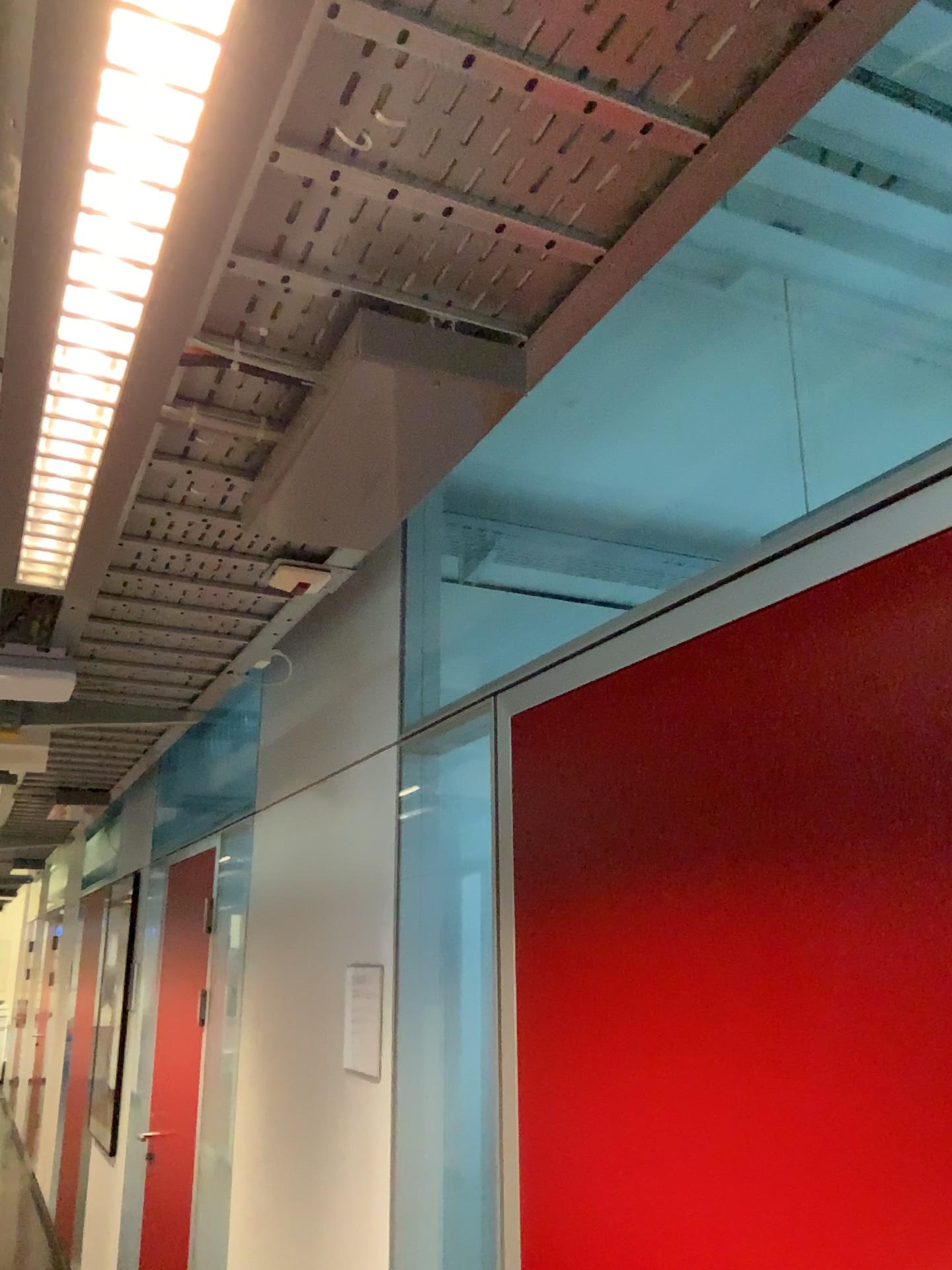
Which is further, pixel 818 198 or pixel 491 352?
pixel 818 198

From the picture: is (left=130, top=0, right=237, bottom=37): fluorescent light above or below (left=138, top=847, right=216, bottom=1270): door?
above

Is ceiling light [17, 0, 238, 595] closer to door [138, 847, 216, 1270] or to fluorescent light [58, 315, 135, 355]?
fluorescent light [58, 315, 135, 355]

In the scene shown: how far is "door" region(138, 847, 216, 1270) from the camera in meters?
4.0 m

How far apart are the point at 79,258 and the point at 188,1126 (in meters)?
3.92

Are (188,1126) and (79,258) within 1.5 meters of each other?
no

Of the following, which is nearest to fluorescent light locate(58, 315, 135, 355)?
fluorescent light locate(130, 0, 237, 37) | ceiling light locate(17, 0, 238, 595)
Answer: ceiling light locate(17, 0, 238, 595)

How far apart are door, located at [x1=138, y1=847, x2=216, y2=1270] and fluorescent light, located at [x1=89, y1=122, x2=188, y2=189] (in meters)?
3.66

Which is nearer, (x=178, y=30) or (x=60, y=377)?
(x=178, y=30)

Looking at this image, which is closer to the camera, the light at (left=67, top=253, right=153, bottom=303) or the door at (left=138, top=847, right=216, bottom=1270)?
Result: the light at (left=67, top=253, right=153, bottom=303)
